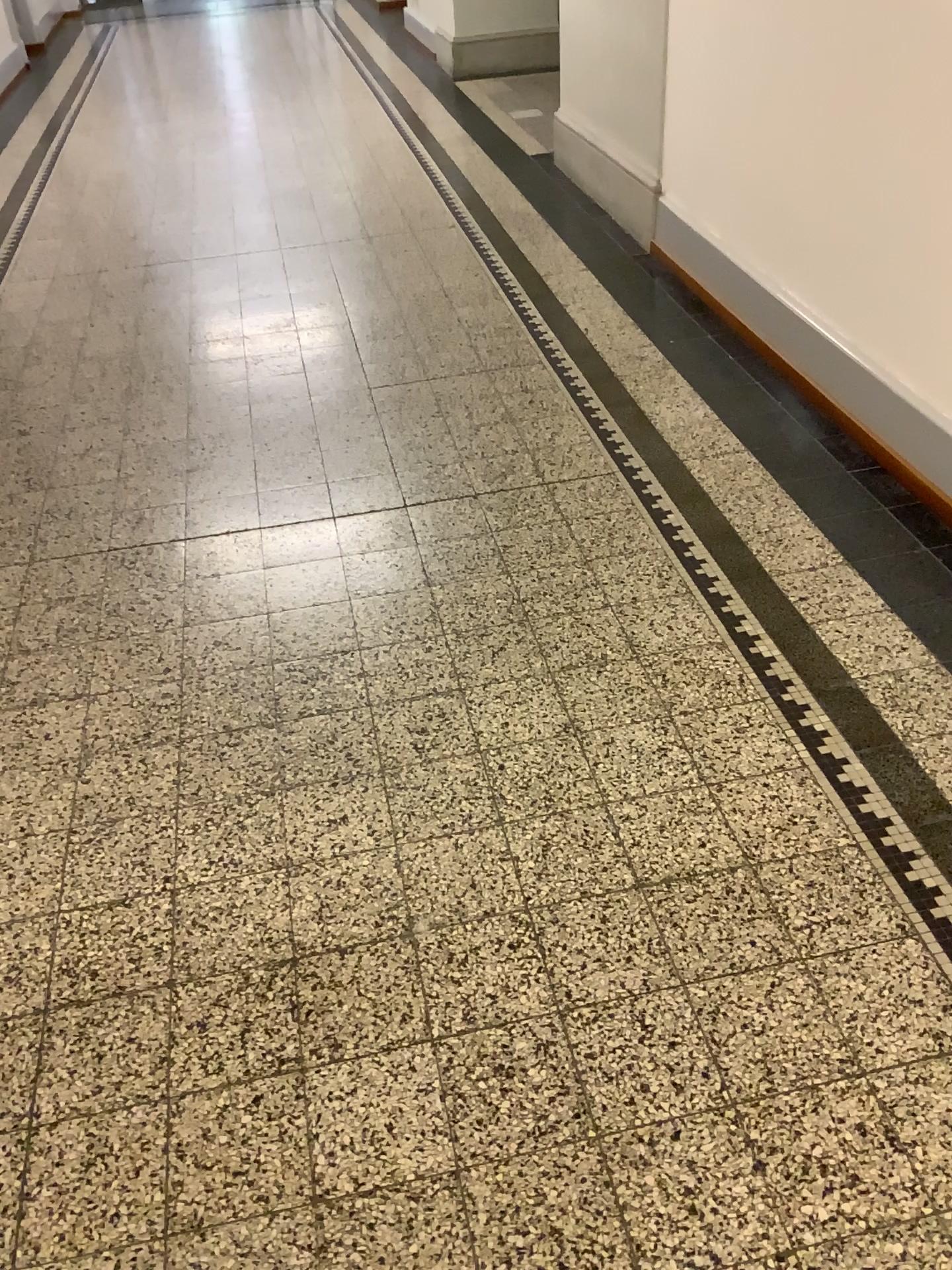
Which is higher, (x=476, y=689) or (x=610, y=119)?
(x=610, y=119)
